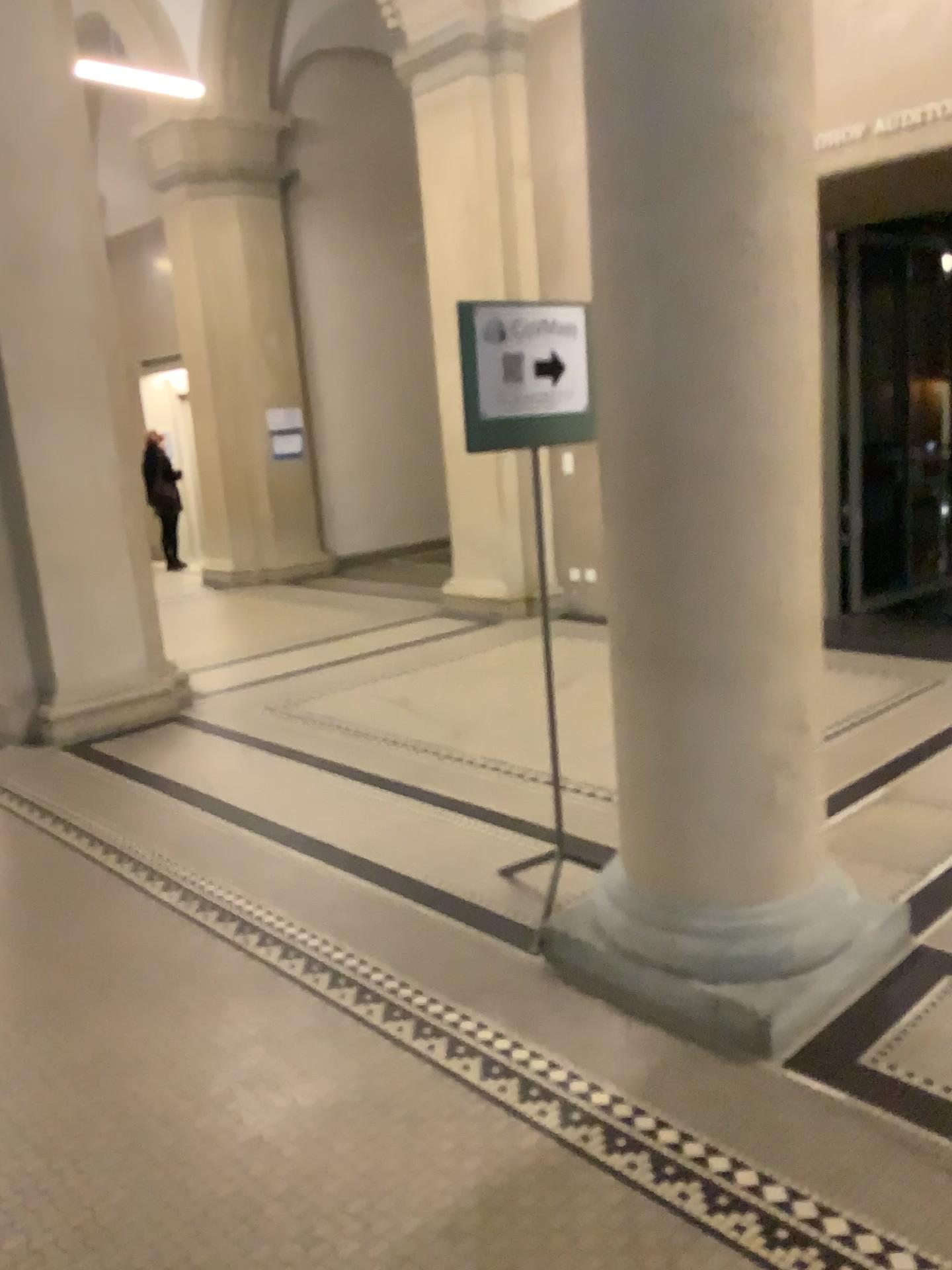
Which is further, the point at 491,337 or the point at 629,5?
the point at 491,337

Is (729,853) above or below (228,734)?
above

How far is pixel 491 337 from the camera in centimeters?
286cm

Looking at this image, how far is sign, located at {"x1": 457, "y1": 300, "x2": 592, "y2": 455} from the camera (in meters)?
2.86

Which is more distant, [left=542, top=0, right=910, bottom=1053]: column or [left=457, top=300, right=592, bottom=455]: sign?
[left=457, top=300, right=592, bottom=455]: sign

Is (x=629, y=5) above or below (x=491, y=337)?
above
